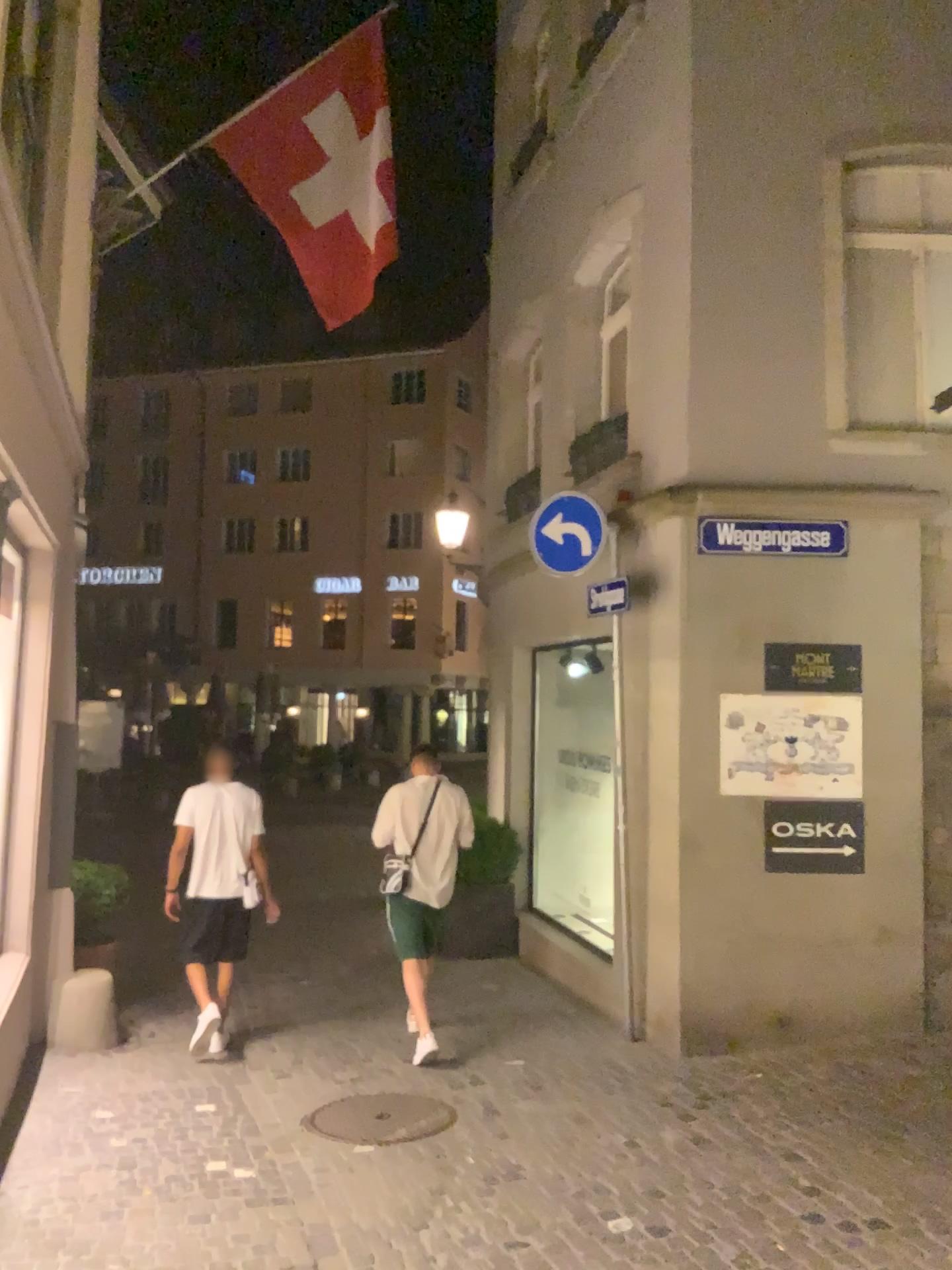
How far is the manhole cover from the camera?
4.7m

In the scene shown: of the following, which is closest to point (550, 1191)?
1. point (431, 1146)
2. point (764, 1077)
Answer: point (431, 1146)

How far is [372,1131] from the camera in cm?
469
